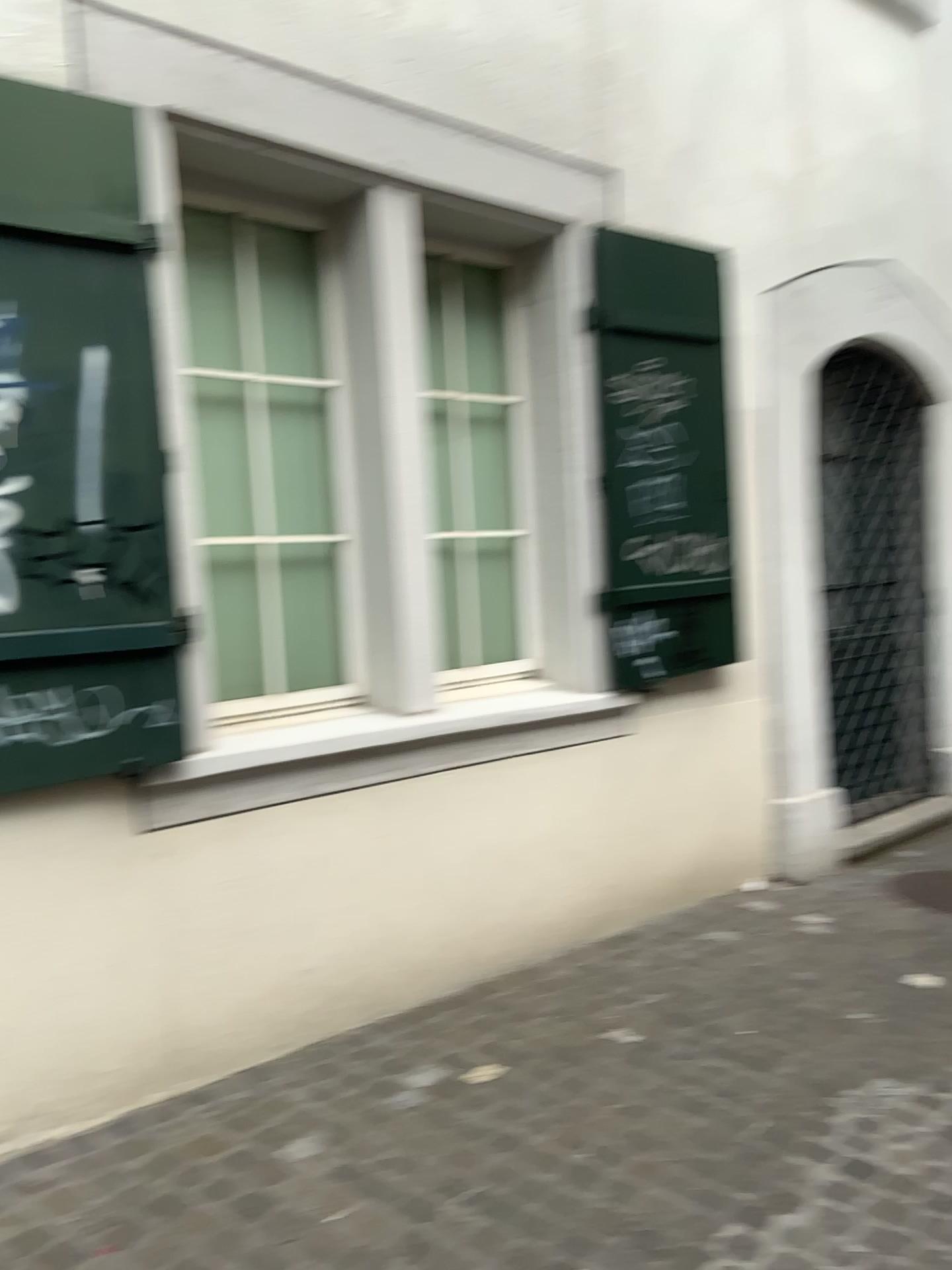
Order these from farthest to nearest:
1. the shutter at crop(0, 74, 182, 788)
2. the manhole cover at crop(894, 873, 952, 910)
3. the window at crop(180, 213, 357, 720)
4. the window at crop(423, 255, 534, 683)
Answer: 1. the manhole cover at crop(894, 873, 952, 910)
2. the window at crop(423, 255, 534, 683)
3. the window at crop(180, 213, 357, 720)
4. the shutter at crop(0, 74, 182, 788)

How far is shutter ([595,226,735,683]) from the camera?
3.9 meters

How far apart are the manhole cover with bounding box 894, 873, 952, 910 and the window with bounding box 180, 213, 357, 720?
2.6 meters

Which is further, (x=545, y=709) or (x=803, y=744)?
(x=803, y=744)

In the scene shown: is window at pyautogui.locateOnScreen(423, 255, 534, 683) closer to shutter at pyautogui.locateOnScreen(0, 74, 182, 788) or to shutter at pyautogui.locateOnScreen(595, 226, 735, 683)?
shutter at pyautogui.locateOnScreen(595, 226, 735, 683)

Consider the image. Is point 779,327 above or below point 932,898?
above

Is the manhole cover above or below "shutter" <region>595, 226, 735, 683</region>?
below

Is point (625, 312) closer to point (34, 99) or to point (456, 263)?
point (456, 263)

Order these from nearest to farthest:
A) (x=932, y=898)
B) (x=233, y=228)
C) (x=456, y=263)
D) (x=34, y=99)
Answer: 1. (x=34, y=99)
2. (x=233, y=228)
3. (x=456, y=263)
4. (x=932, y=898)

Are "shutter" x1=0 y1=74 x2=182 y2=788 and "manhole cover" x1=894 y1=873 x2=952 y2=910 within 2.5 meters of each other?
no
